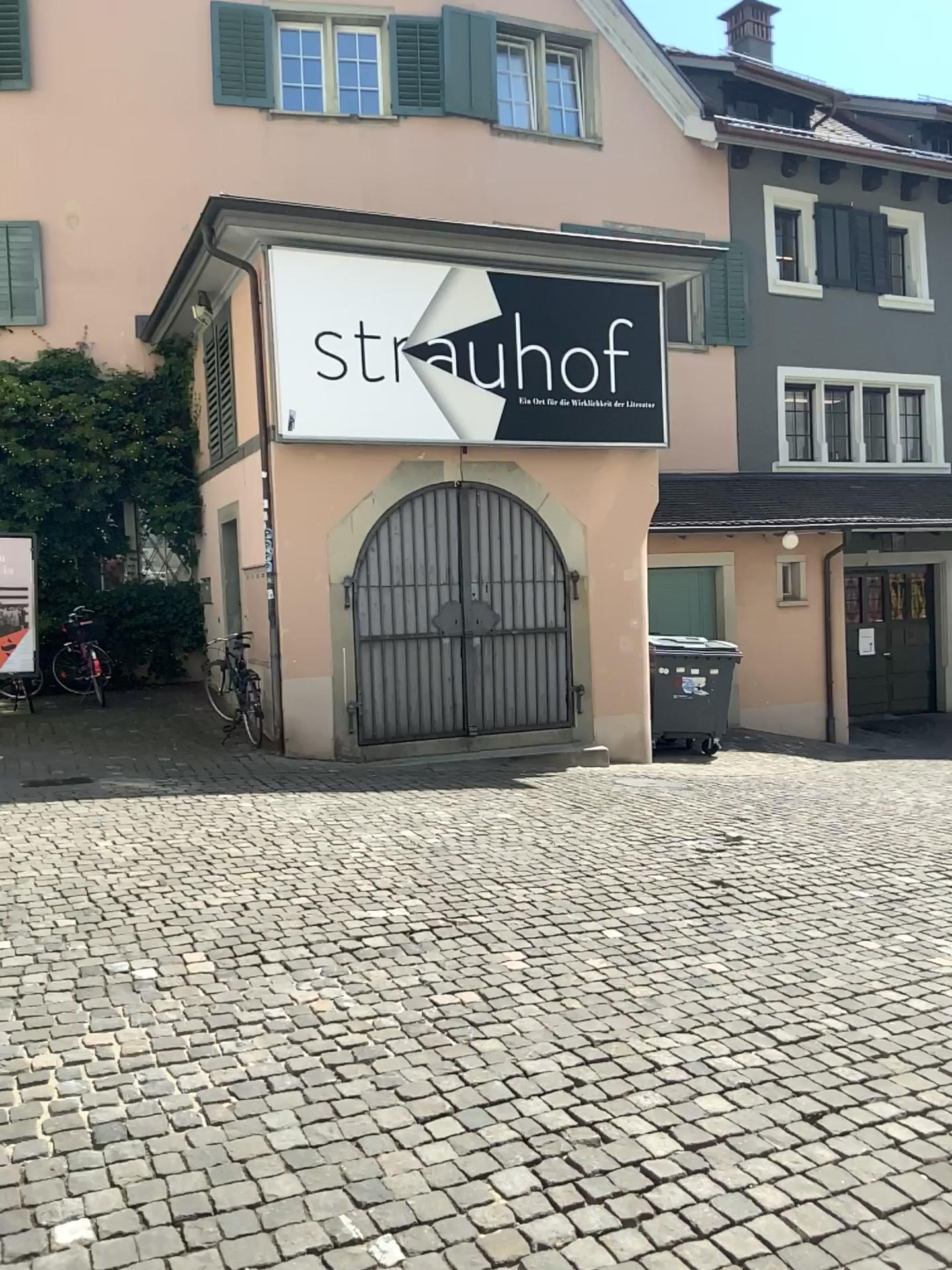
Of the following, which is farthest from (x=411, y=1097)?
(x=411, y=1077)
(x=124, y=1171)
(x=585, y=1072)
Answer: (x=124, y=1171)
